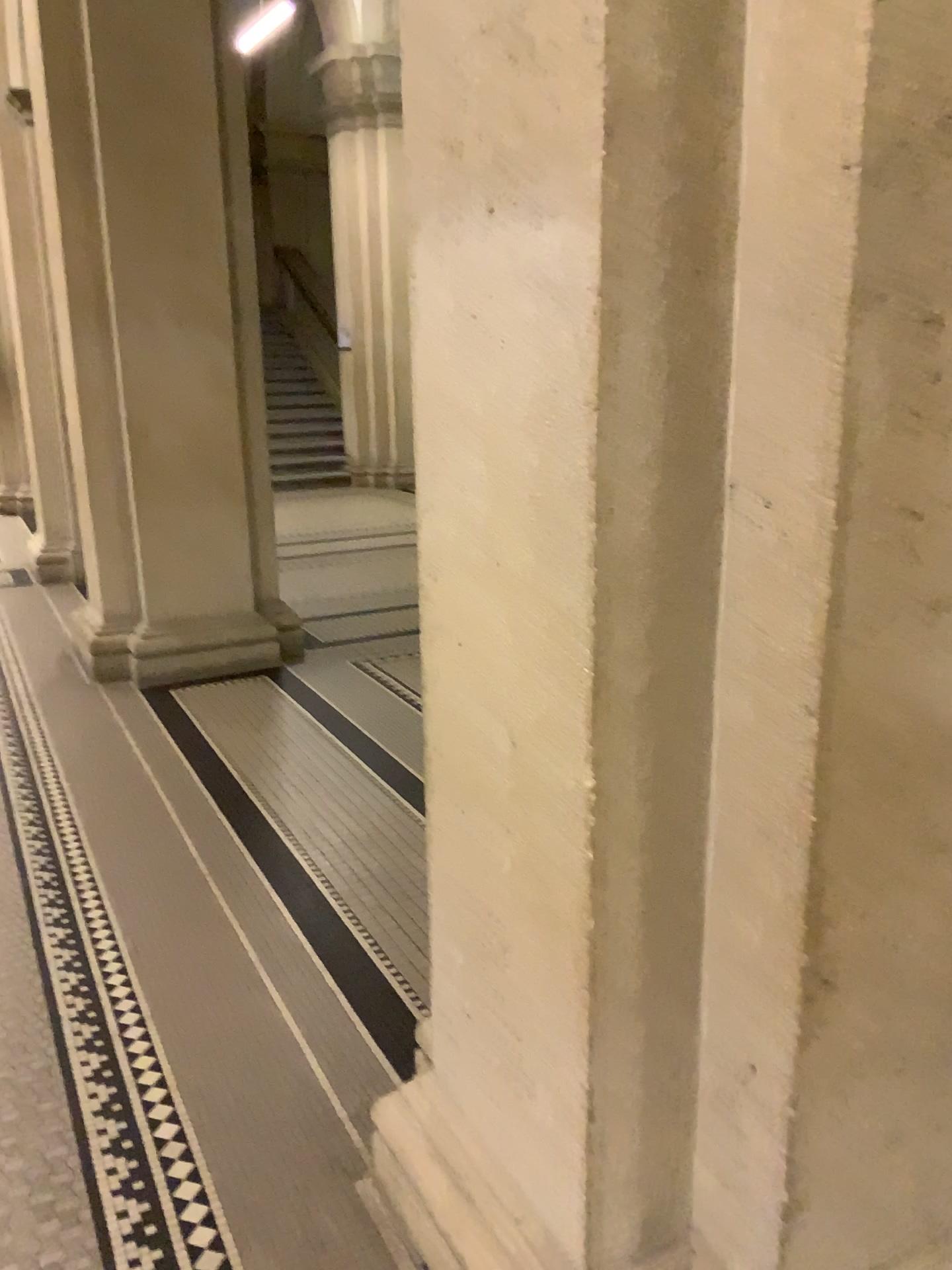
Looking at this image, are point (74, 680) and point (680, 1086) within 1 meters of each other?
no
